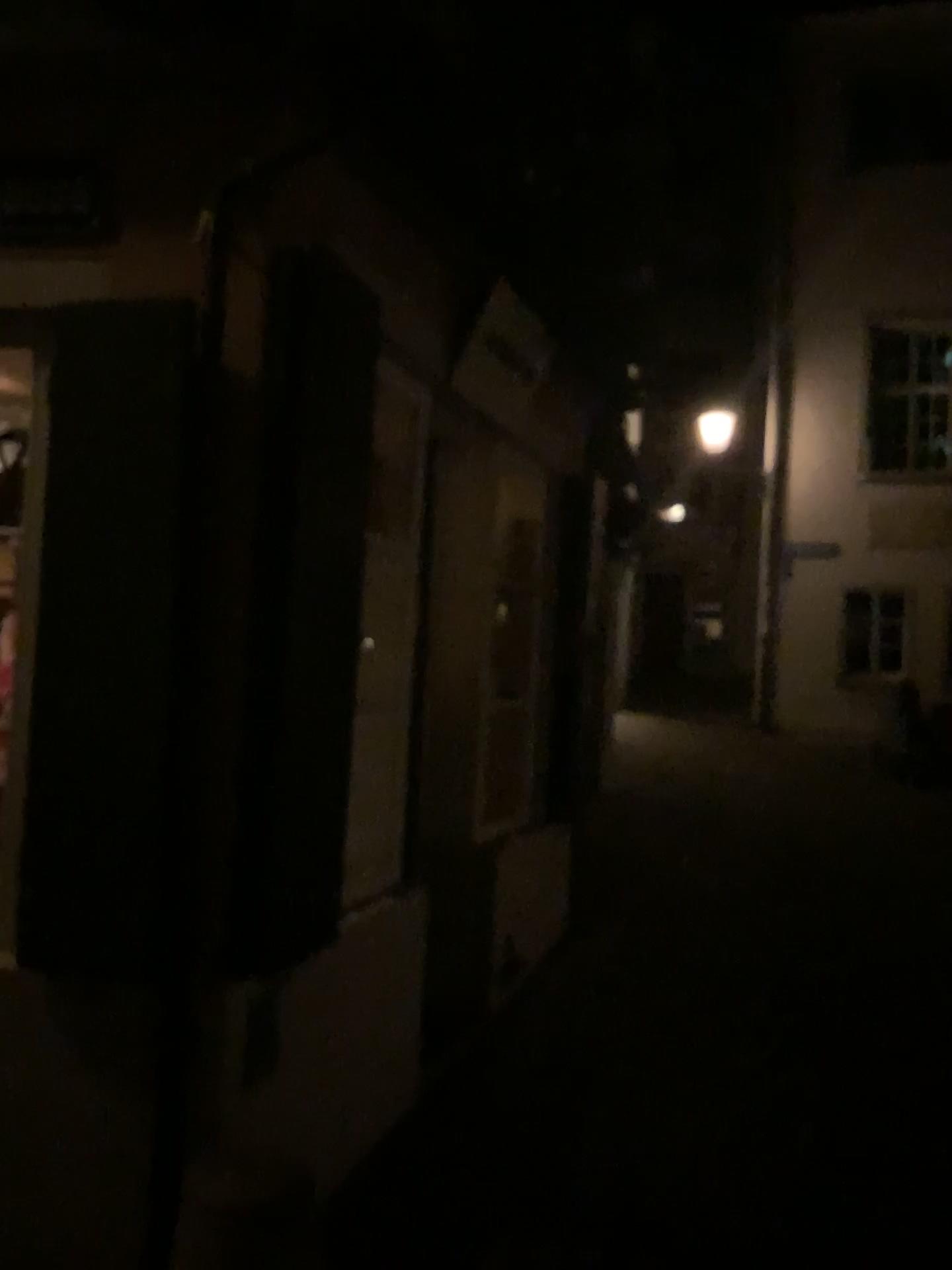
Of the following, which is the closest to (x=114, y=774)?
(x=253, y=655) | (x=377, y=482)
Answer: (x=253, y=655)

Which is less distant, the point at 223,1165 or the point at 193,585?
the point at 223,1165

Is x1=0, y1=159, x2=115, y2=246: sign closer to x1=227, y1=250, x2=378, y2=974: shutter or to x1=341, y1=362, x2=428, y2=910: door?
x1=227, y1=250, x2=378, y2=974: shutter

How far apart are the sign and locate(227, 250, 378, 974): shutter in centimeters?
44cm

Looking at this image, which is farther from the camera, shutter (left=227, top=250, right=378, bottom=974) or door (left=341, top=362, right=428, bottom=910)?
door (left=341, top=362, right=428, bottom=910)

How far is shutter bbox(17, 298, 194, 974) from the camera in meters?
2.4 m

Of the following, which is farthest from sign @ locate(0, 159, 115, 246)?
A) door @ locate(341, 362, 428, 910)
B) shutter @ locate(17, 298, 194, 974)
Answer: door @ locate(341, 362, 428, 910)

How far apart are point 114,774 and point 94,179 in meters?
1.4 m

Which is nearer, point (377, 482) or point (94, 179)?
point (94, 179)

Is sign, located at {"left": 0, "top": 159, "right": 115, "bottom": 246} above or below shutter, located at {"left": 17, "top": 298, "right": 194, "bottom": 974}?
above
